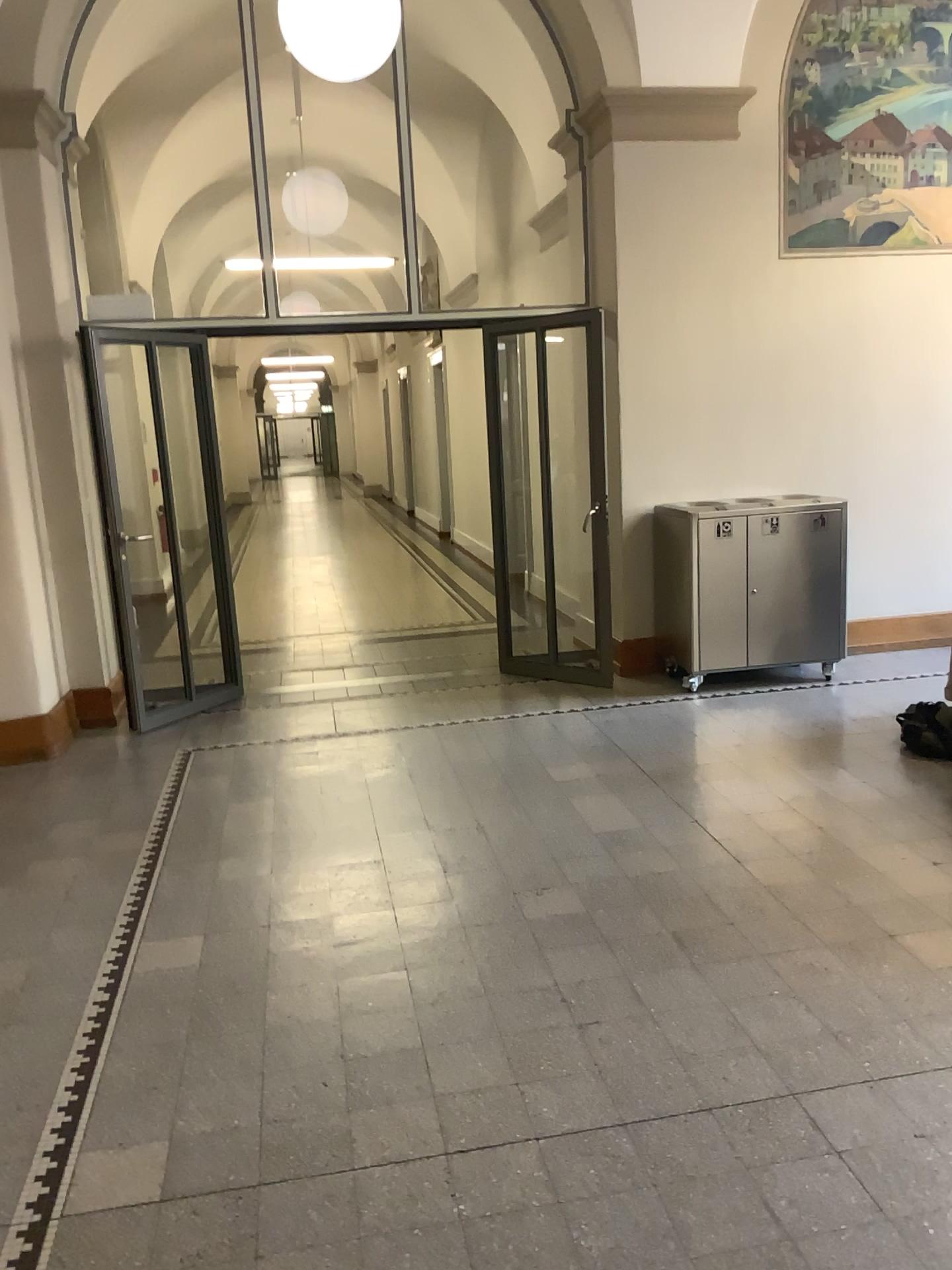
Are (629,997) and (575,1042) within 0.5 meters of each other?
yes
